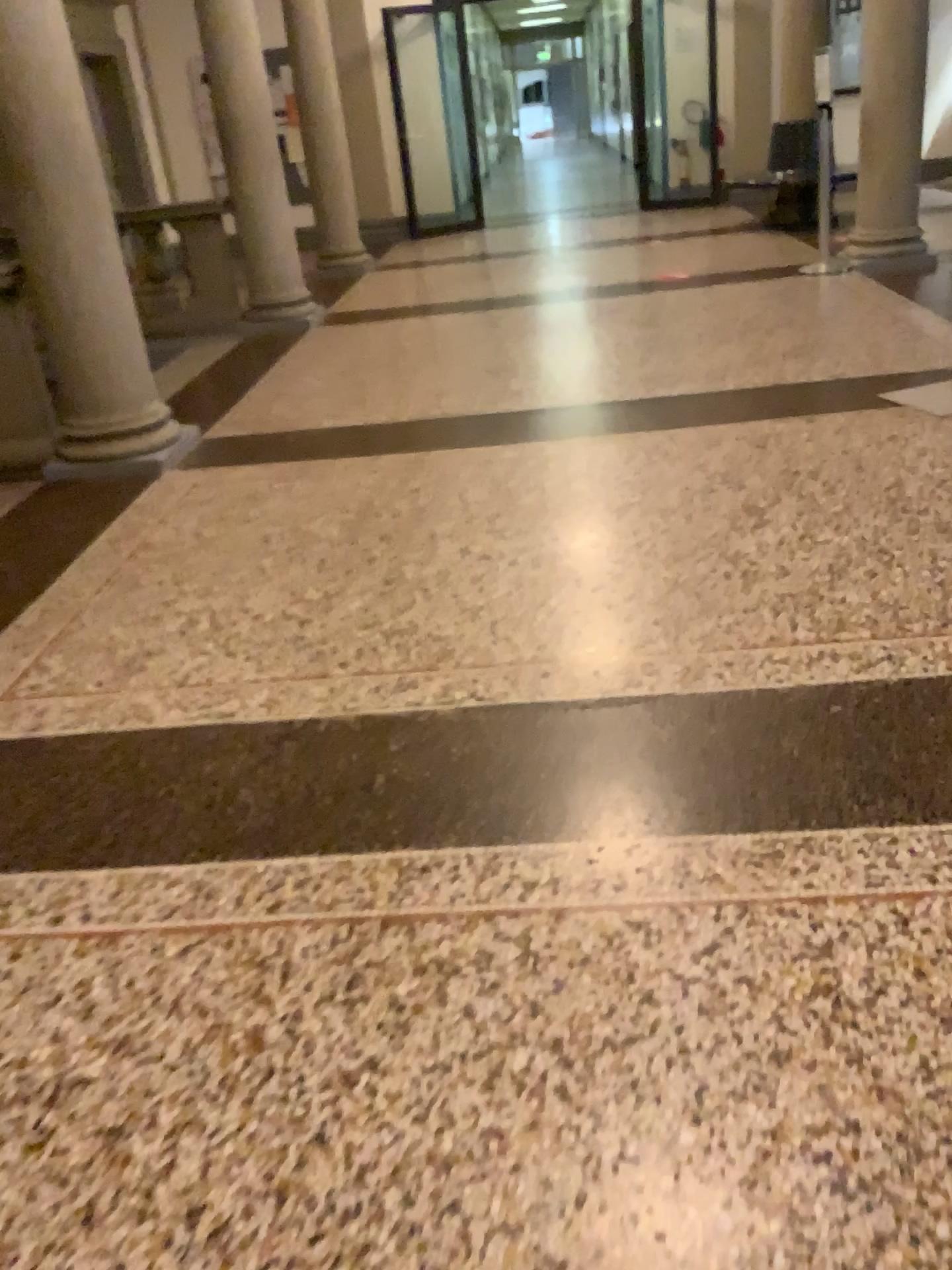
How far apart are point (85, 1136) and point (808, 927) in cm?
116
